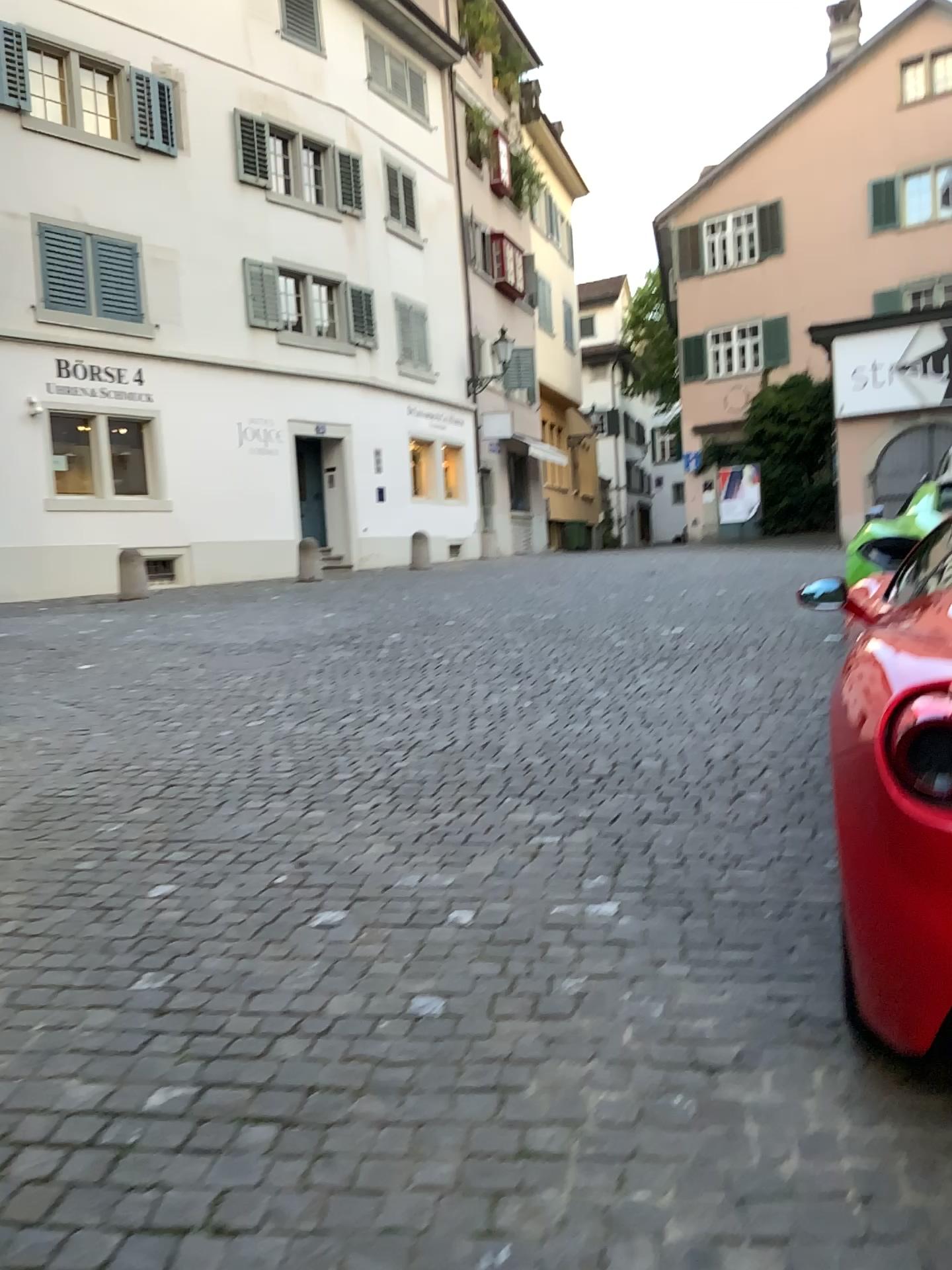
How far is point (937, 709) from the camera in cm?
180

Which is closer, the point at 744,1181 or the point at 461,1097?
the point at 744,1181

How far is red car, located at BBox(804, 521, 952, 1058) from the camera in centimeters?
180cm
